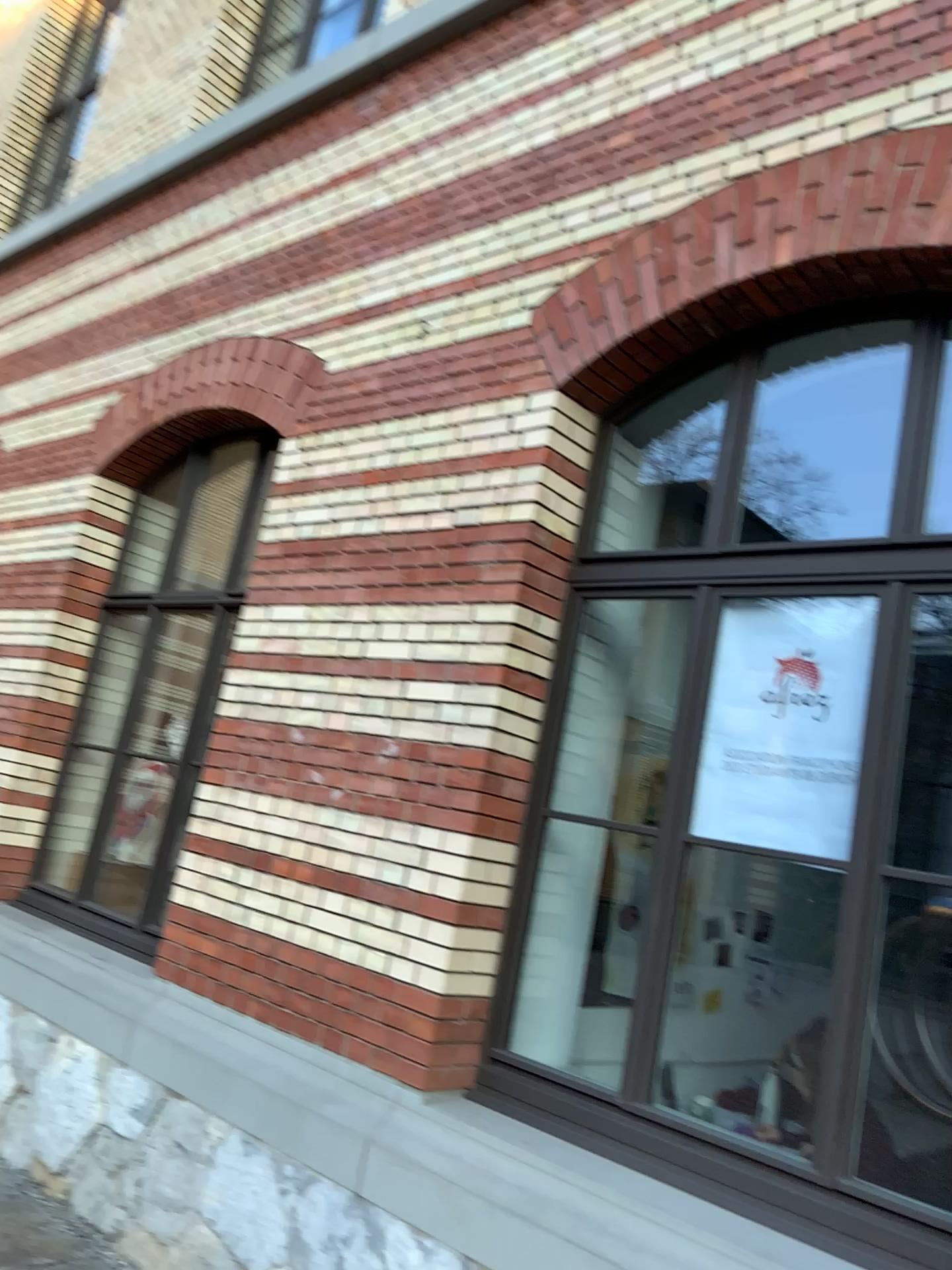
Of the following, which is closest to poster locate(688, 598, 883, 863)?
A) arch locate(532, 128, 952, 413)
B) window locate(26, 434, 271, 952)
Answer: arch locate(532, 128, 952, 413)

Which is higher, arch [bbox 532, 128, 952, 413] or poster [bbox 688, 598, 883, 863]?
arch [bbox 532, 128, 952, 413]

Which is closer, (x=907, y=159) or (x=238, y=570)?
(x=907, y=159)

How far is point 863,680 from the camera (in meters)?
2.91

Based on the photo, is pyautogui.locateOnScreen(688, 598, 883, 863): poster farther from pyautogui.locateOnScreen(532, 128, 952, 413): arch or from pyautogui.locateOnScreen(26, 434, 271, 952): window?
pyautogui.locateOnScreen(26, 434, 271, 952): window

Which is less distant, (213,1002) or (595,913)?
(213,1002)

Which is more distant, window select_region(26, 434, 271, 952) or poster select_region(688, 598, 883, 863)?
window select_region(26, 434, 271, 952)

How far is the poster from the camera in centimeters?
291cm

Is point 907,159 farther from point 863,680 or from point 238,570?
point 238,570

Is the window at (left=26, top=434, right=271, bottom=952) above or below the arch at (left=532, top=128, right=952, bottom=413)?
below
